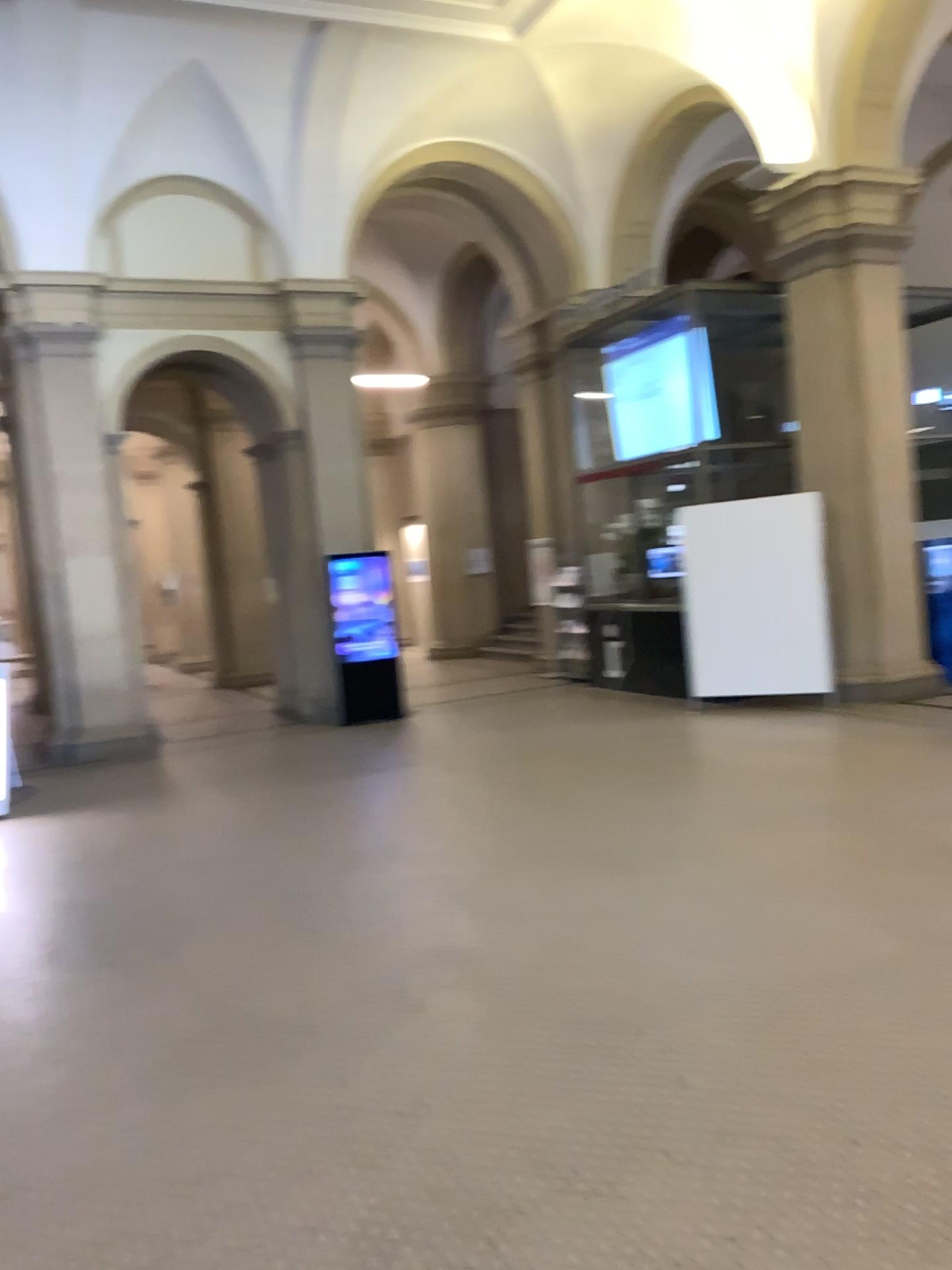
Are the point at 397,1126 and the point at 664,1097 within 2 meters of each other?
yes
